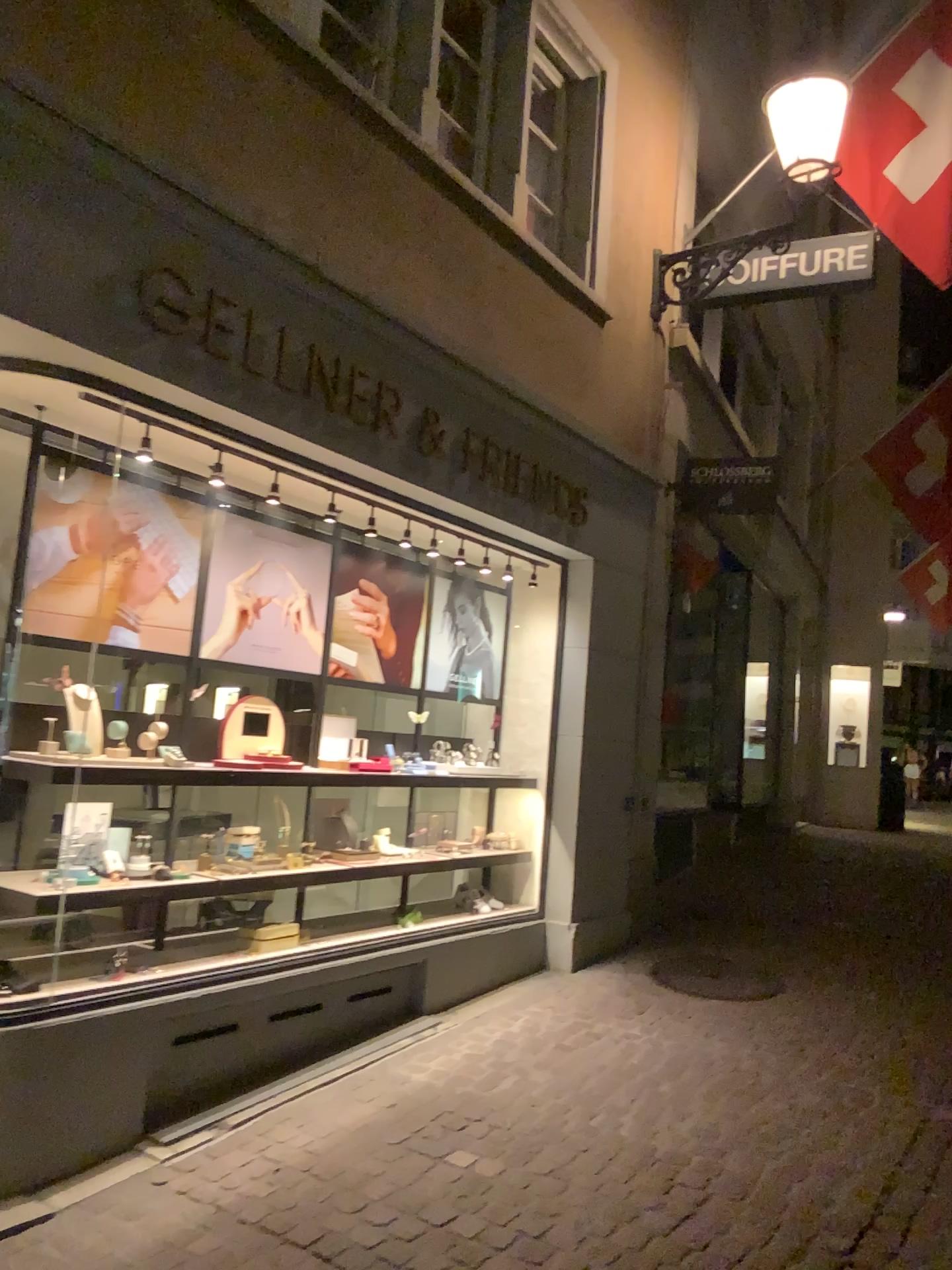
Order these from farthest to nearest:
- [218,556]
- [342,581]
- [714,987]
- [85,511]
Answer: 1. [714,987]
2. [342,581]
3. [218,556]
4. [85,511]

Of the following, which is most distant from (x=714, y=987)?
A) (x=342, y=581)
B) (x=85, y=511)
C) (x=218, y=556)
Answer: (x=85, y=511)

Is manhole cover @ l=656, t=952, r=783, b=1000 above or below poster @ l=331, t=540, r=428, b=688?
below

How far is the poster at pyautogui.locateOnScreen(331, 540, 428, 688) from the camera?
4.9m

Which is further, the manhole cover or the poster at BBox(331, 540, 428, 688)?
the manhole cover

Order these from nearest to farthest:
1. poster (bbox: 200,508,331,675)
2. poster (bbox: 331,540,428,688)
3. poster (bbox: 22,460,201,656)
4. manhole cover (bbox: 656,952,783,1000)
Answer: poster (bbox: 22,460,201,656) → poster (bbox: 200,508,331,675) → poster (bbox: 331,540,428,688) → manhole cover (bbox: 656,952,783,1000)

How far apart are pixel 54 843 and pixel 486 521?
2.4 meters

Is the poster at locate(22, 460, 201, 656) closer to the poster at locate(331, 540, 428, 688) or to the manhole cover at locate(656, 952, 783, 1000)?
the poster at locate(331, 540, 428, 688)

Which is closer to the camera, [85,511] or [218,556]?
[85,511]

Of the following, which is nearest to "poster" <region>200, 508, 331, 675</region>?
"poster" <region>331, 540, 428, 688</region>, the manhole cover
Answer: "poster" <region>331, 540, 428, 688</region>
